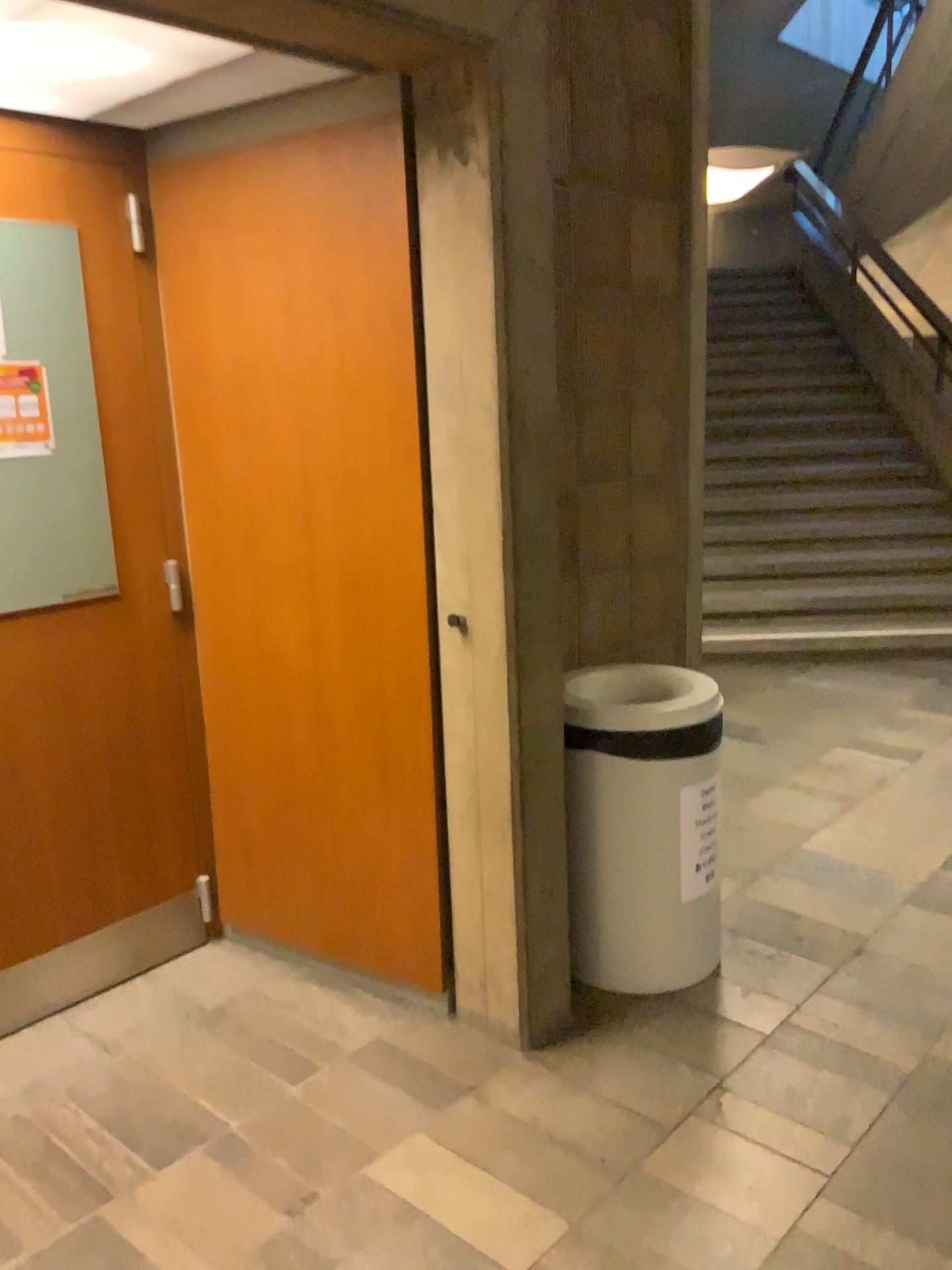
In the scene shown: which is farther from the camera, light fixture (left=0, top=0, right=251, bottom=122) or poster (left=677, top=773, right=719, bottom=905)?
poster (left=677, top=773, right=719, bottom=905)

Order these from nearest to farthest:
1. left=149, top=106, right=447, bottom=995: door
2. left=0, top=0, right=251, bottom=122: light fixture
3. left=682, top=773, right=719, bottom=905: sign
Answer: left=0, top=0, right=251, bottom=122: light fixture → left=149, top=106, right=447, bottom=995: door → left=682, top=773, right=719, bottom=905: sign

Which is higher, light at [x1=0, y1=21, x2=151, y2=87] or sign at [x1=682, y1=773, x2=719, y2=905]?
light at [x1=0, y1=21, x2=151, y2=87]

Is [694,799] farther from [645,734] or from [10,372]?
[10,372]

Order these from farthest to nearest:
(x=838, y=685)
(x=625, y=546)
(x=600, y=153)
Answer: (x=838, y=685)
(x=625, y=546)
(x=600, y=153)

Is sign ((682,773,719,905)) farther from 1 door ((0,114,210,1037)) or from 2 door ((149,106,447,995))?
1 door ((0,114,210,1037))

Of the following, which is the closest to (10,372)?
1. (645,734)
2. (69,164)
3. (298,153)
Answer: (69,164)

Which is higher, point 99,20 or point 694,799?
point 99,20

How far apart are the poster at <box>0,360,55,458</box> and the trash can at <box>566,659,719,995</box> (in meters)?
1.36

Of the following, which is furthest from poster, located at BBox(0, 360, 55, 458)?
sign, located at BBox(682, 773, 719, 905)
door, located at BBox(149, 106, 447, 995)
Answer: sign, located at BBox(682, 773, 719, 905)
